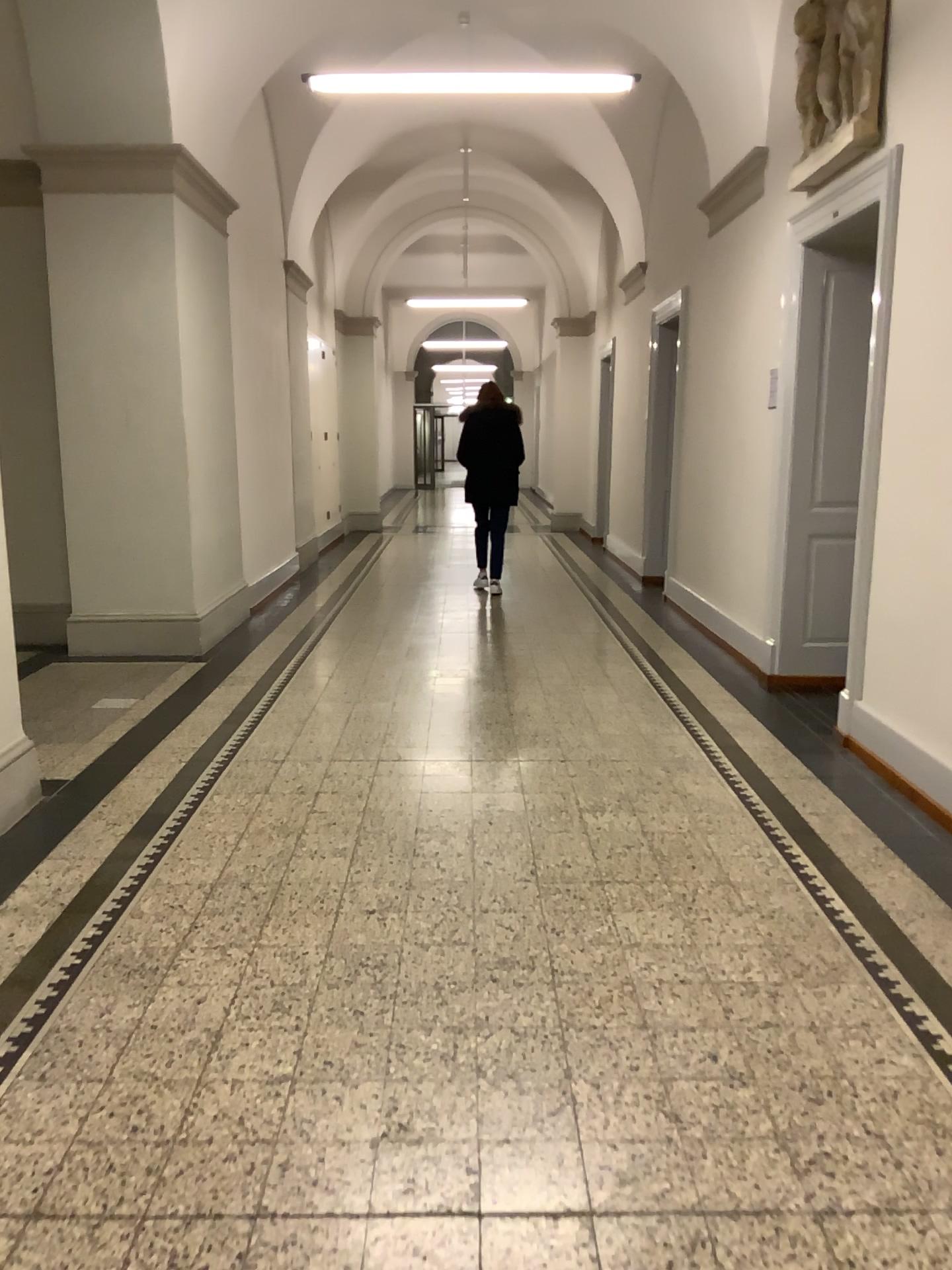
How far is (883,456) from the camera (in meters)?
4.42
